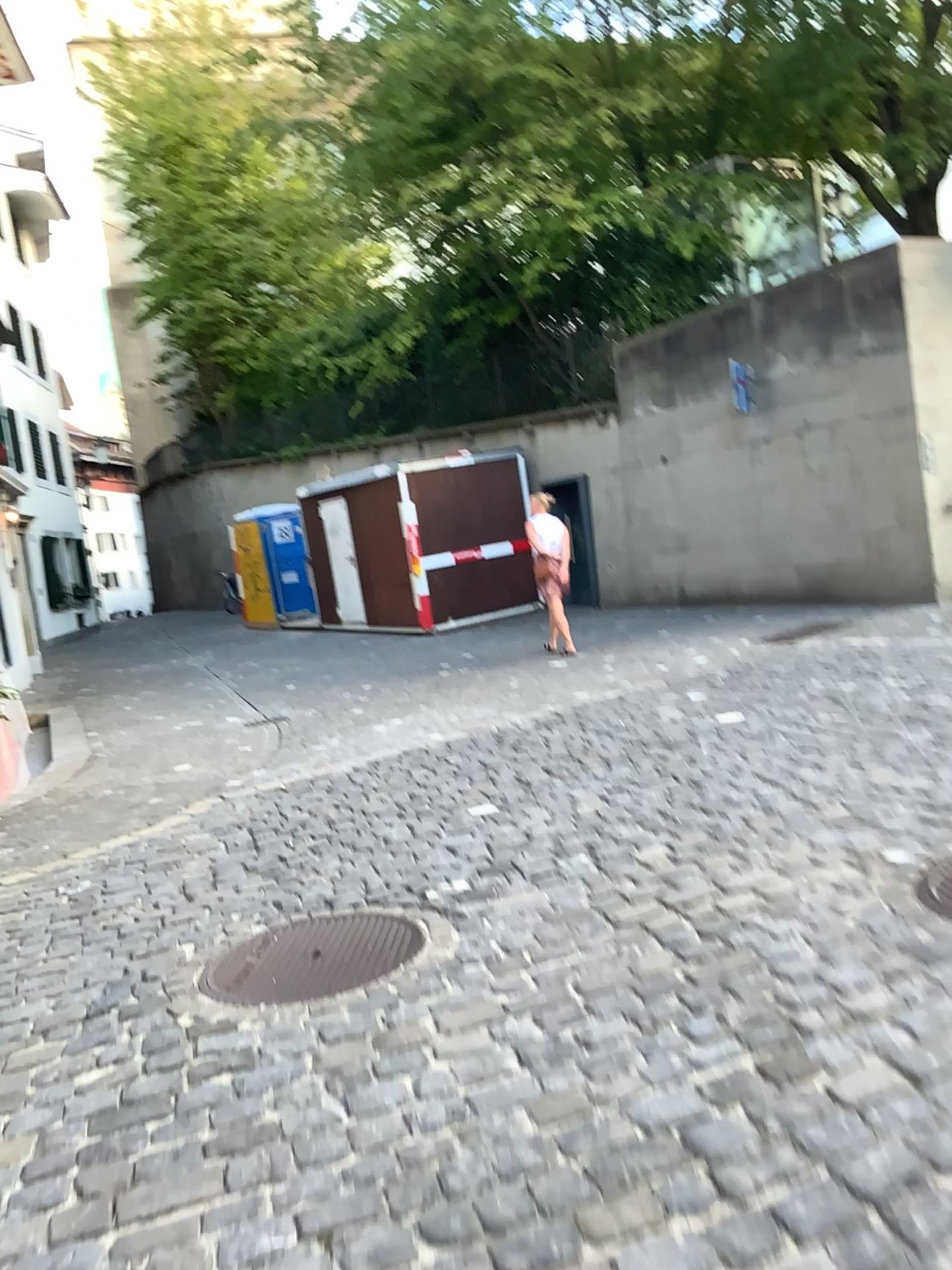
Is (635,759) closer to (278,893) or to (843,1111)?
(278,893)
